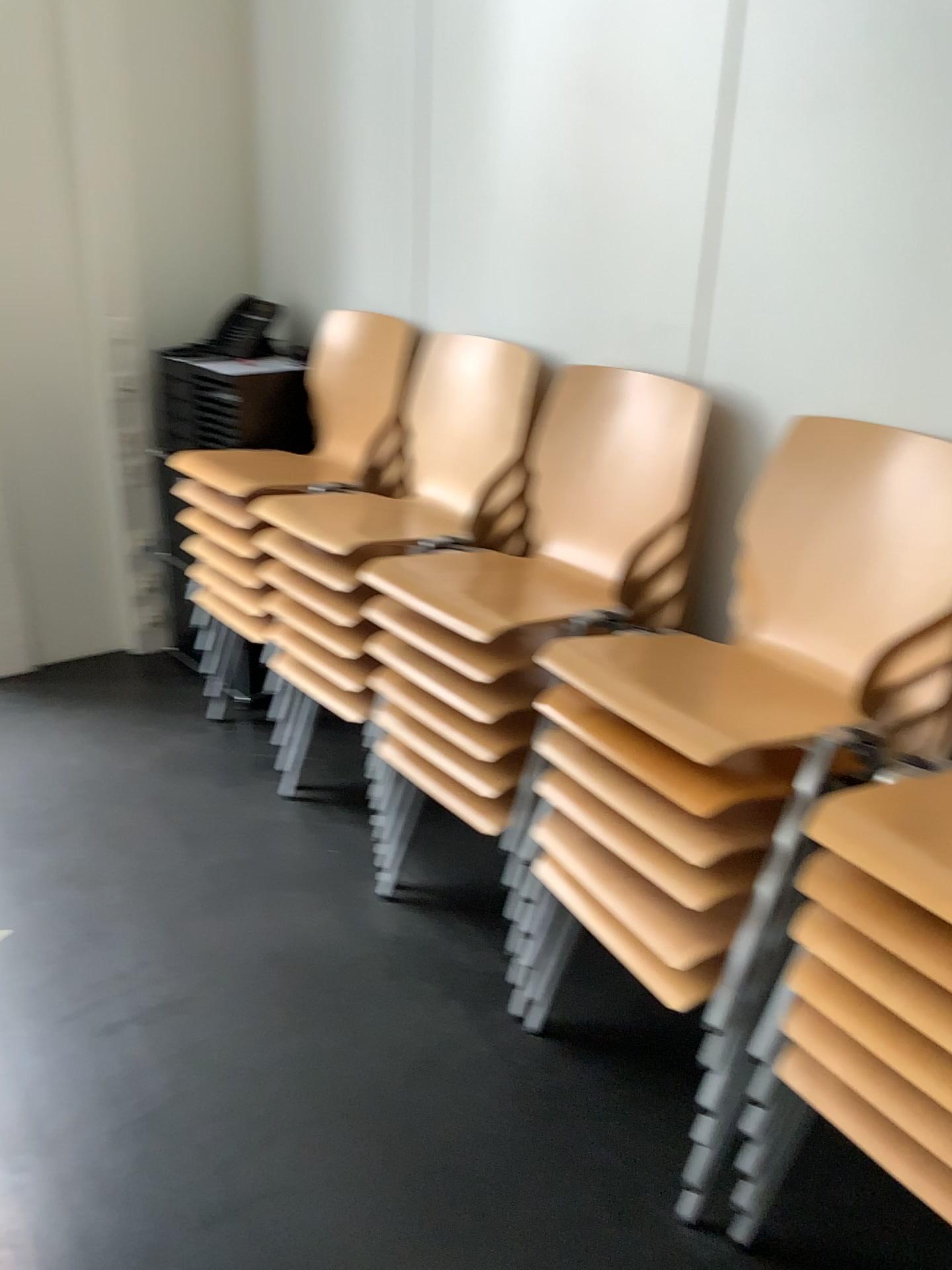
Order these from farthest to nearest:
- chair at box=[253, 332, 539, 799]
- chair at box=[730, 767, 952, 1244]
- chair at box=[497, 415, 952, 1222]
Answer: chair at box=[253, 332, 539, 799] → chair at box=[497, 415, 952, 1222] → chair at box=[730, 767, 952, 1244]

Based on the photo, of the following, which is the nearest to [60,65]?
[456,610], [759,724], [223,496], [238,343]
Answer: [238,343]

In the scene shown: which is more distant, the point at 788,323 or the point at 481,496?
the point at 481,496

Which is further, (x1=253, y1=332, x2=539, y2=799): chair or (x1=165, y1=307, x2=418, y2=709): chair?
(x1=165, y1=307, x2=418, y2=709): chair

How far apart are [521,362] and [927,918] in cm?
158

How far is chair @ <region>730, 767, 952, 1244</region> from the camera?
1.24m

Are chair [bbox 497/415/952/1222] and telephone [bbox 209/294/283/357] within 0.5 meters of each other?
no

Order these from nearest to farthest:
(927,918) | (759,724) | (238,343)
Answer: (927,918), (759,724), (238,343)

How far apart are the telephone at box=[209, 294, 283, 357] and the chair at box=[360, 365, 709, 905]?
1.3m

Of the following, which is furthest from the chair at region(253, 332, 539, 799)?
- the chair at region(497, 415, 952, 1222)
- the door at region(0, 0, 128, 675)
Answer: the door at region(0, 0, 128, 675)
